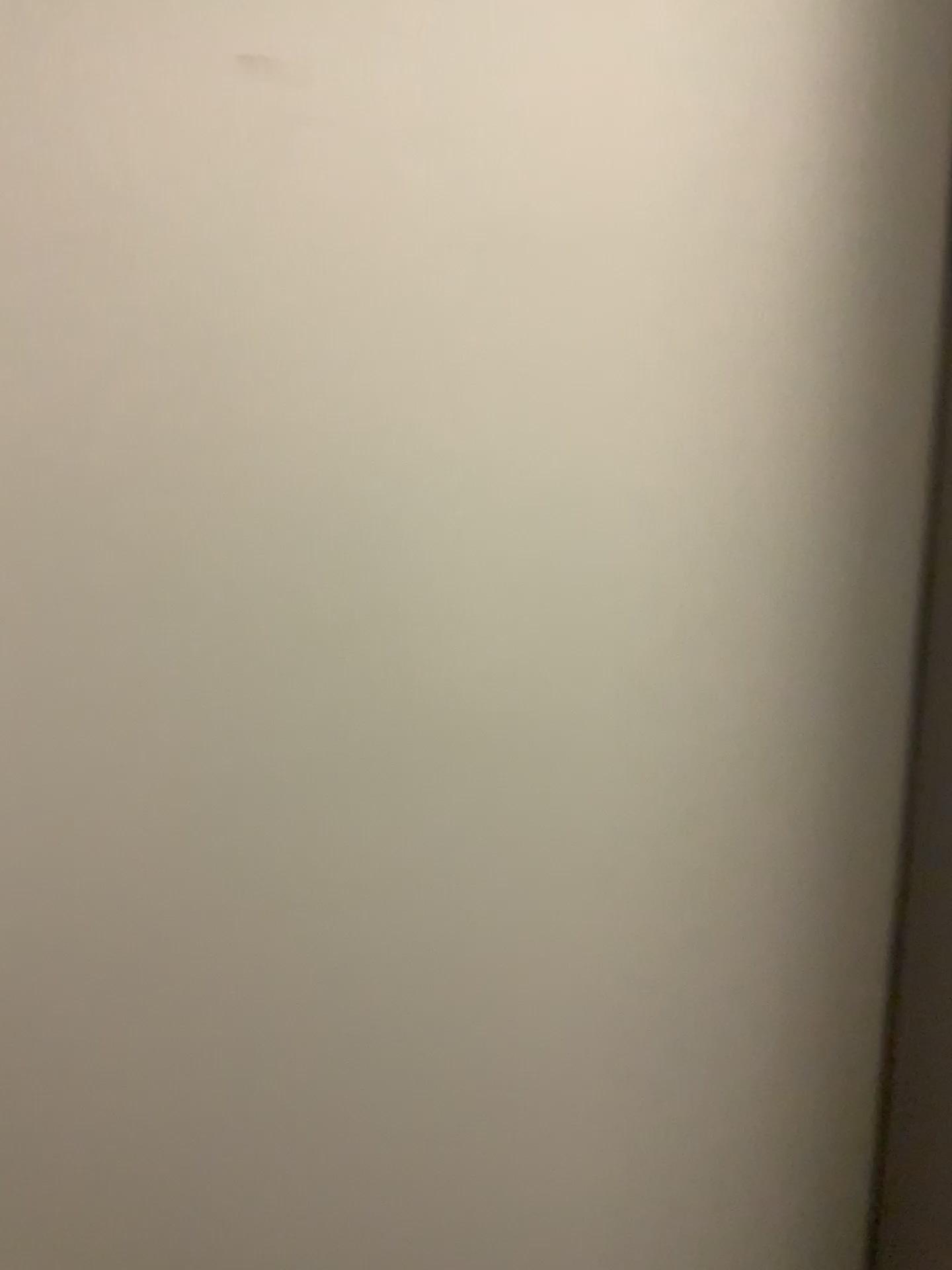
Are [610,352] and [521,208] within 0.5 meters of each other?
yes
